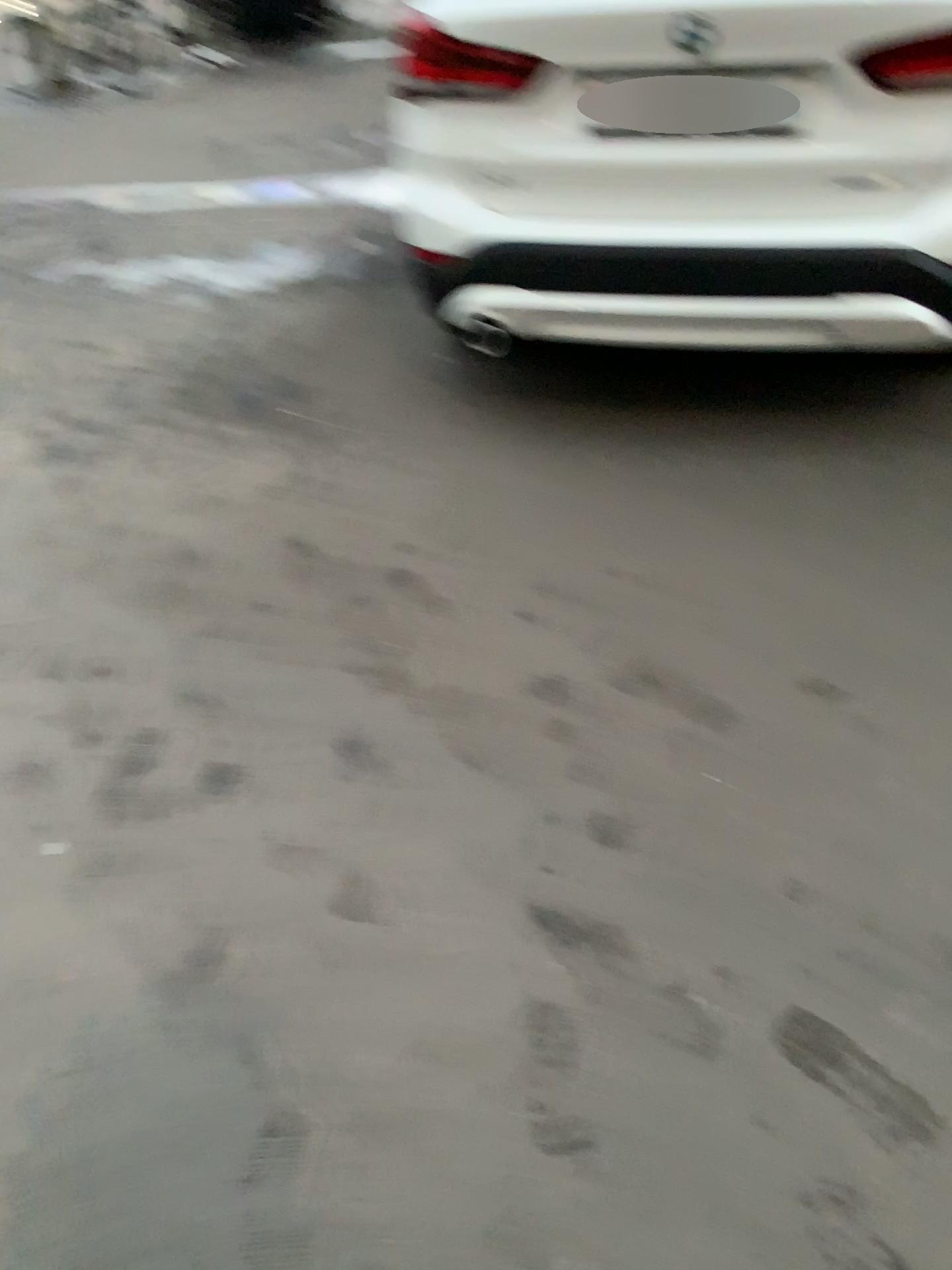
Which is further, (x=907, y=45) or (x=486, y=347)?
(x=486, y=347)

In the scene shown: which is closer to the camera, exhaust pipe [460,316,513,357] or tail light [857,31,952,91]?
tail light [857,31,952,91]

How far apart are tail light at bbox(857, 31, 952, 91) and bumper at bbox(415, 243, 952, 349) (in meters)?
0.37

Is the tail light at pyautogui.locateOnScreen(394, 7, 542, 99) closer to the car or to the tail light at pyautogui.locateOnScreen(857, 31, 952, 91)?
the car

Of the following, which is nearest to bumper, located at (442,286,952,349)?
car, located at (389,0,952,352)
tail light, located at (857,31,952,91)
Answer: car, located at (389,0,952,352)

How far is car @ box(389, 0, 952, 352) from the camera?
2.4 meters

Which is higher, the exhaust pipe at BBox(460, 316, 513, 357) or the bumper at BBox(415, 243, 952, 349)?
the bumper at BBox(415, 243, 952, 349)

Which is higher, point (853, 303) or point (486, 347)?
point (853, 303)

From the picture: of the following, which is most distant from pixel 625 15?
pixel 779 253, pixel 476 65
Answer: pixel 779 253

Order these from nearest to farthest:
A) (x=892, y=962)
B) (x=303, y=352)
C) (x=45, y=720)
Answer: (x=892, y=962), (x=45, y=720), (x=303, y=352)
